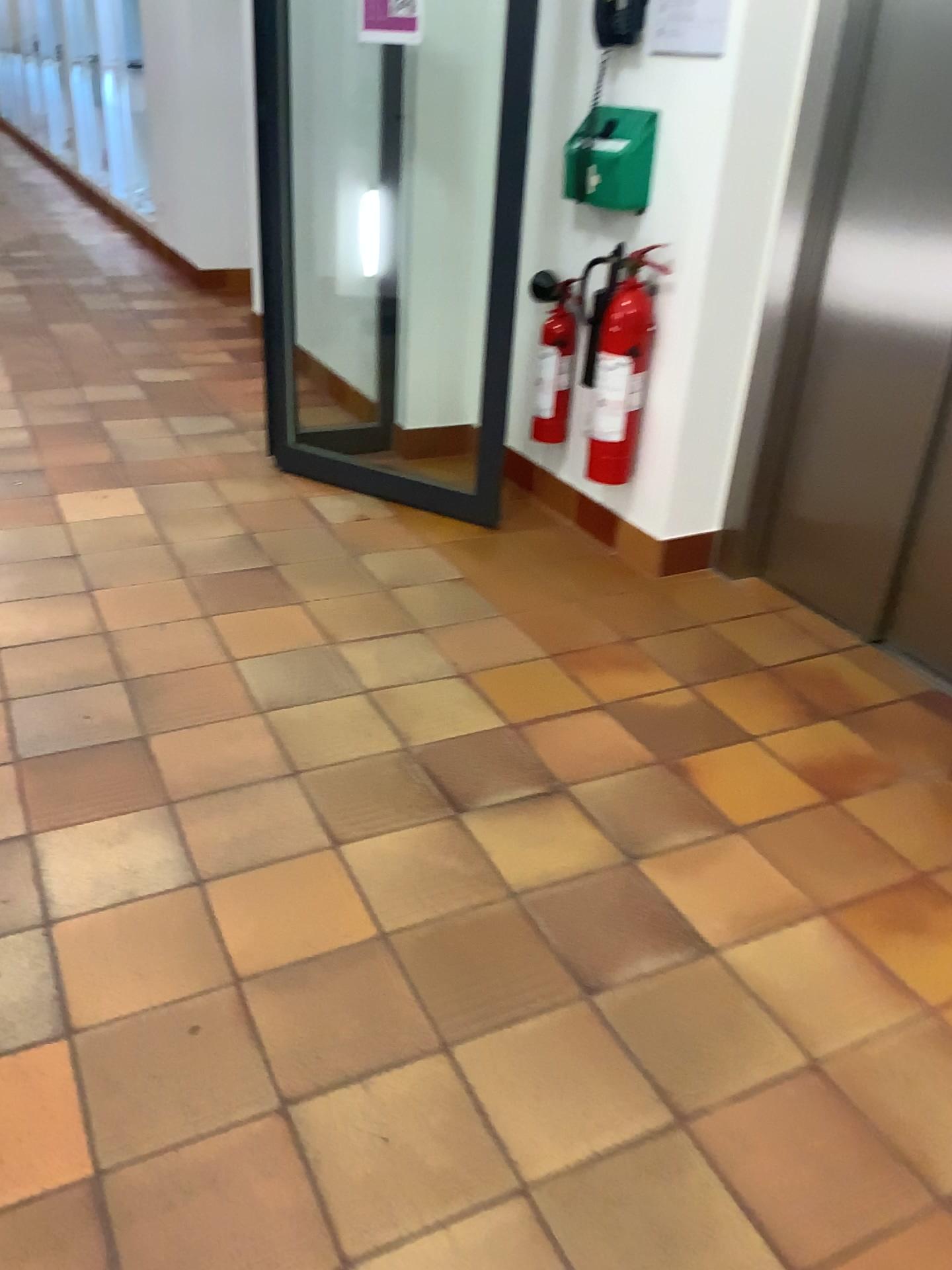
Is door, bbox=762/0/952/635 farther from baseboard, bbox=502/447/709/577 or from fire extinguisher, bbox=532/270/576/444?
fire extinguisher, bbox=532/270/576/444

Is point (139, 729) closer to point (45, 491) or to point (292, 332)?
point (45, 491)

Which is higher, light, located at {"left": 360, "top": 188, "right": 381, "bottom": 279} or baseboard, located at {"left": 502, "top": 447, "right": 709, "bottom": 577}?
light, located at {"left": 360, "top": 188, "right": 381, "bottom": 279}

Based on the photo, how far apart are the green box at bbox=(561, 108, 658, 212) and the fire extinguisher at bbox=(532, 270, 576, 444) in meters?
0.3

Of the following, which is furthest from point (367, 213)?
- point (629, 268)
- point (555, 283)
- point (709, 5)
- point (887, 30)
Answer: point (887, 30)

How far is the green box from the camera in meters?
2.8 m

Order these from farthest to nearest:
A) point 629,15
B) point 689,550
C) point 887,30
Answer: point 689,550
point 629,15
point 887,30

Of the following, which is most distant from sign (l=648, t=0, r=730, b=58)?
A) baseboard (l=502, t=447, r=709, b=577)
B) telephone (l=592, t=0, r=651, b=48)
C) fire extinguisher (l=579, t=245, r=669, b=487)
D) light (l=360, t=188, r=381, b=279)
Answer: light (l=360, t=188, r=381, b=279)

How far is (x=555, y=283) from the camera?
3.3 meters

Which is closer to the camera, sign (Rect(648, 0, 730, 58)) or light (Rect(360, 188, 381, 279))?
sign (Rect(648, 0, 730, 58))
